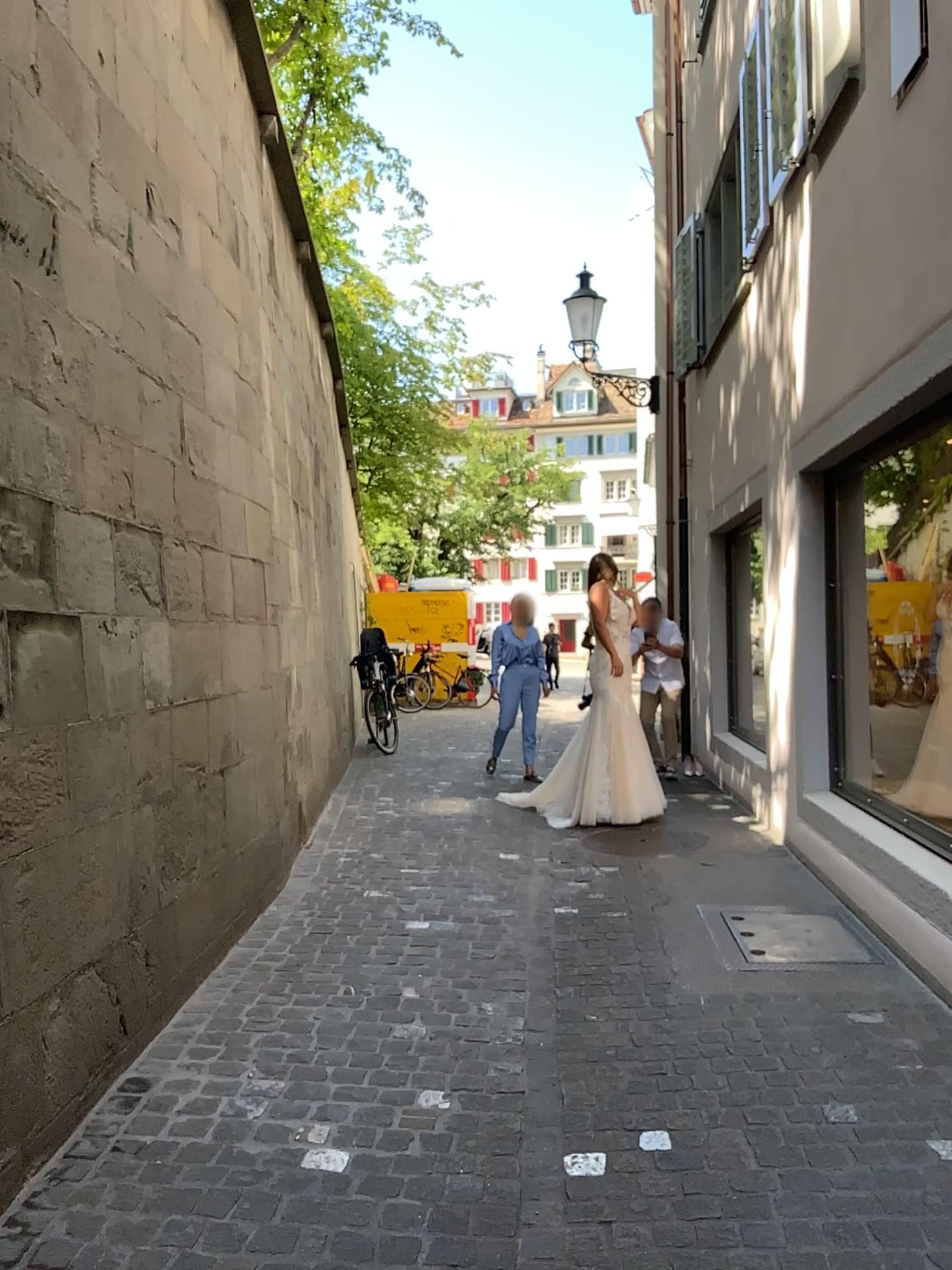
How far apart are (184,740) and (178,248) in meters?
2.0
